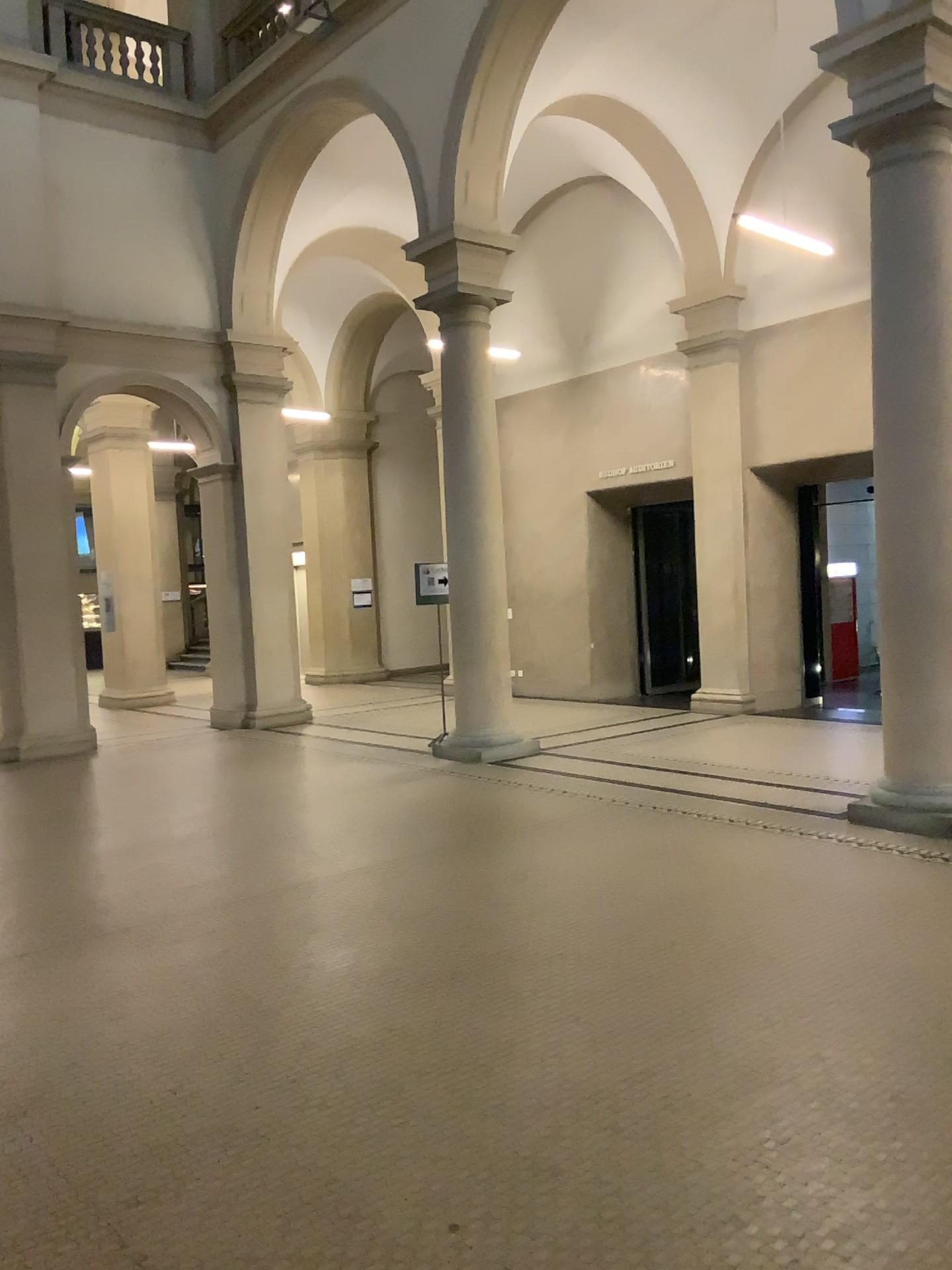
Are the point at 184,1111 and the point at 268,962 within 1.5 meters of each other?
yes
